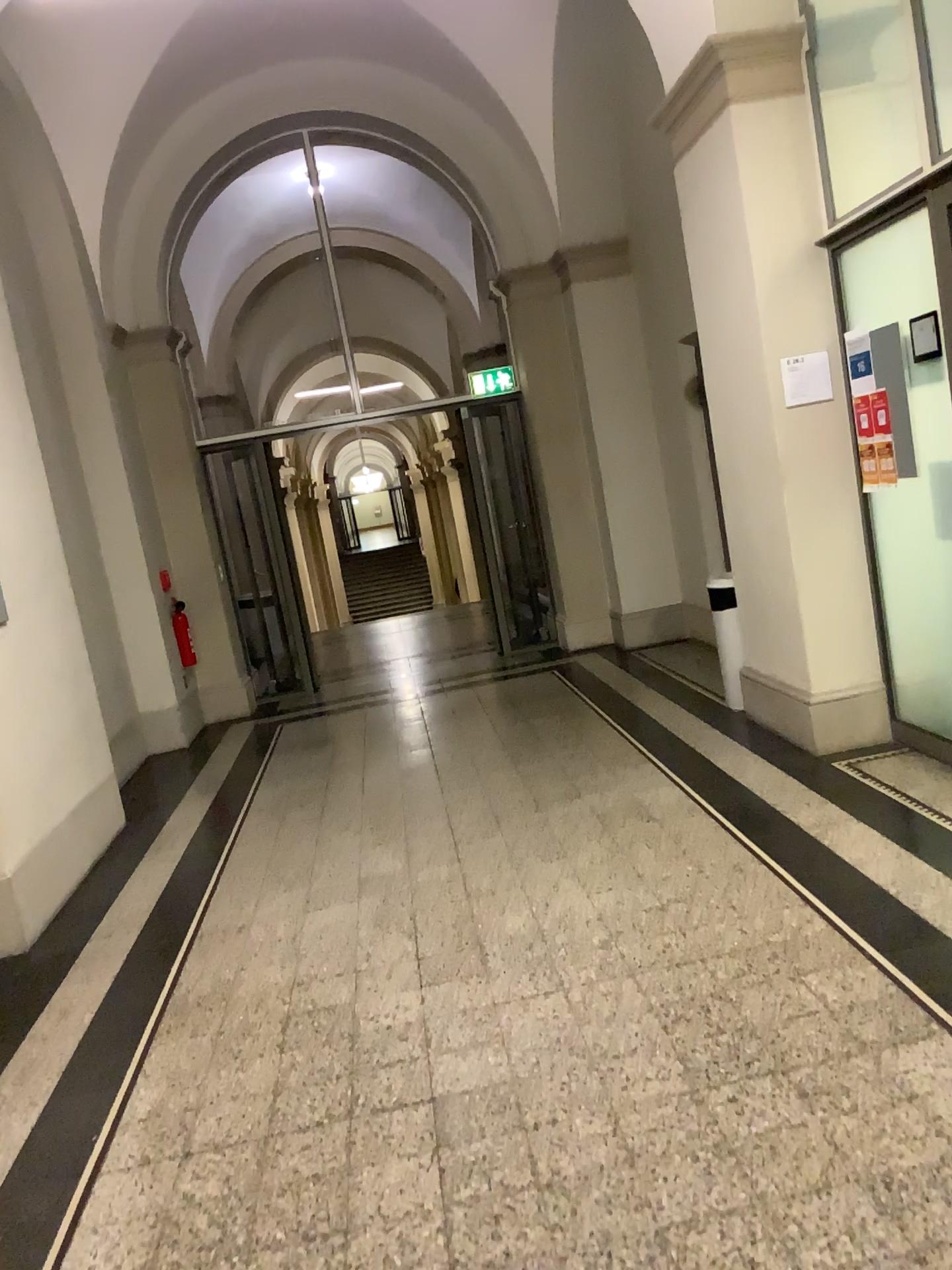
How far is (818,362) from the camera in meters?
4.5 m

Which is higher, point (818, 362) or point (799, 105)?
point (799, 105)

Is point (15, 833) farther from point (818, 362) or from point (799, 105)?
point (799, 105)

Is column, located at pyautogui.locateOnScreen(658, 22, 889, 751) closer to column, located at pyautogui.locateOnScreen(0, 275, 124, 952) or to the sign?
the sign

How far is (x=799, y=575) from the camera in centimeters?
468cm

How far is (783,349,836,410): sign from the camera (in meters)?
4.47

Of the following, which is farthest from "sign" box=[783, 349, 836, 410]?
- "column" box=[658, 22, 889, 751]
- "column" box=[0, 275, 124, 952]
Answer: "column" box=[0, 275, 124, 952]
